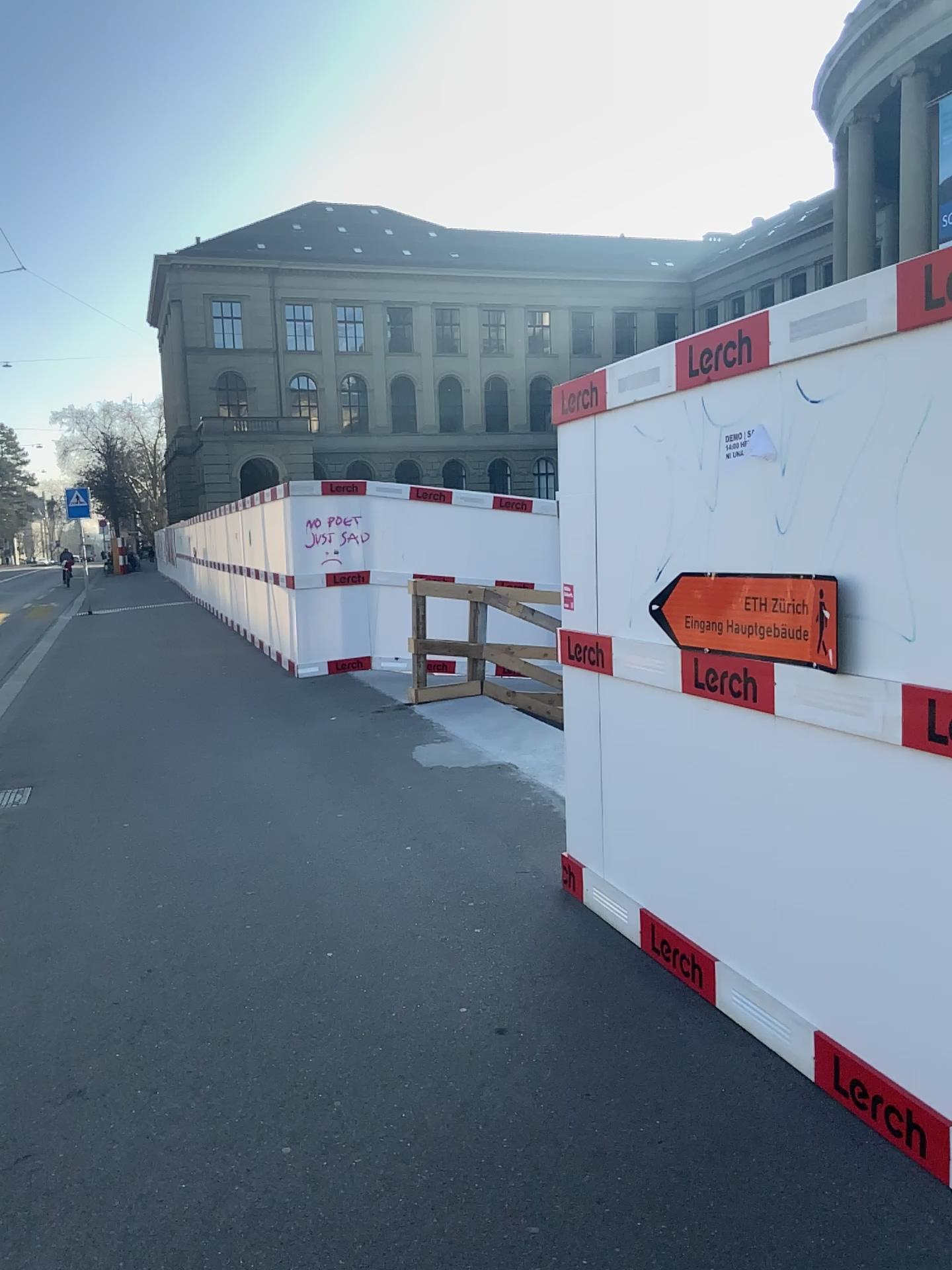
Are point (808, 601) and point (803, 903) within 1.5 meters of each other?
yes
